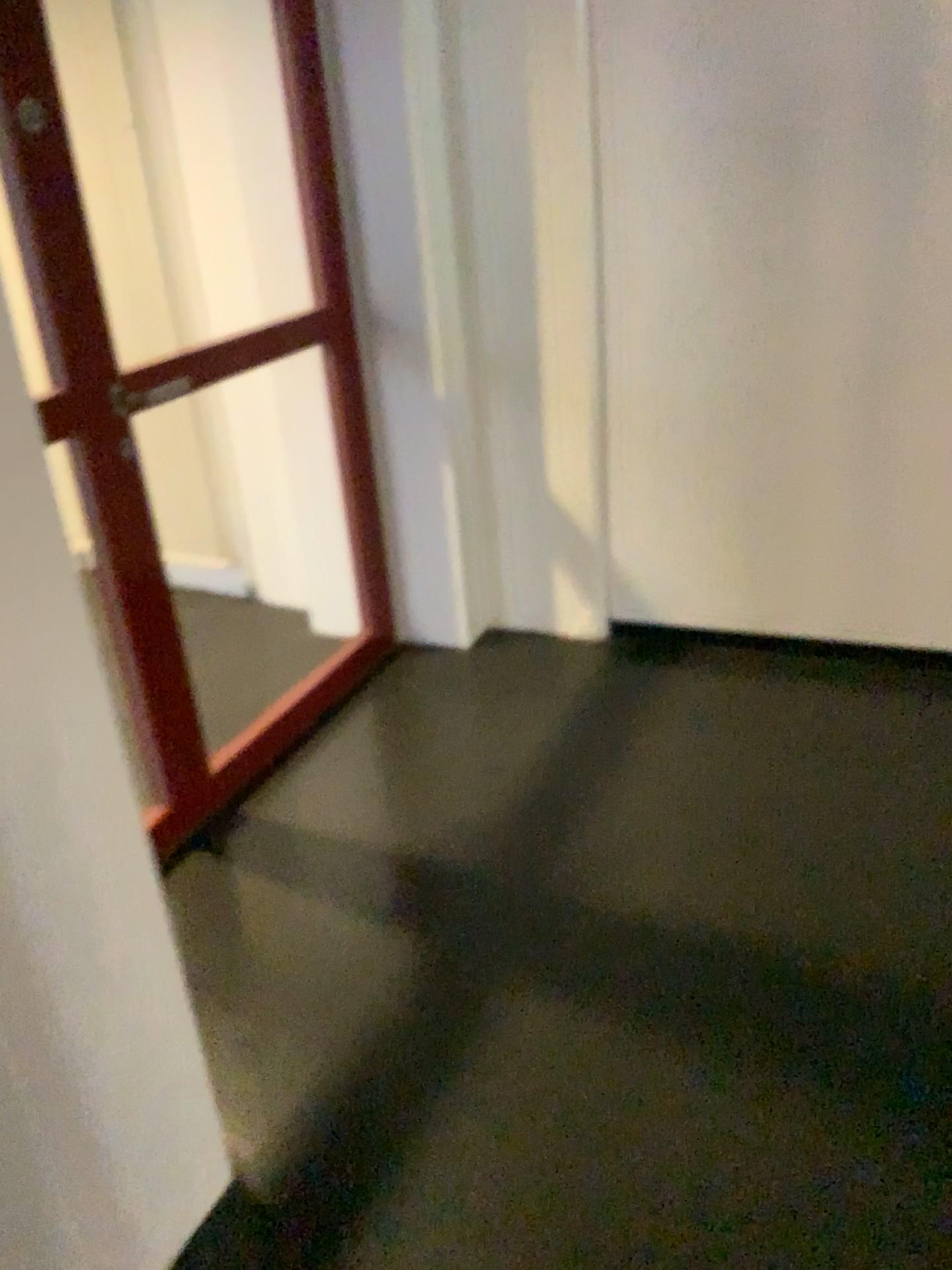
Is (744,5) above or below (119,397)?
above

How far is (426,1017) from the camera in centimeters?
203cm
